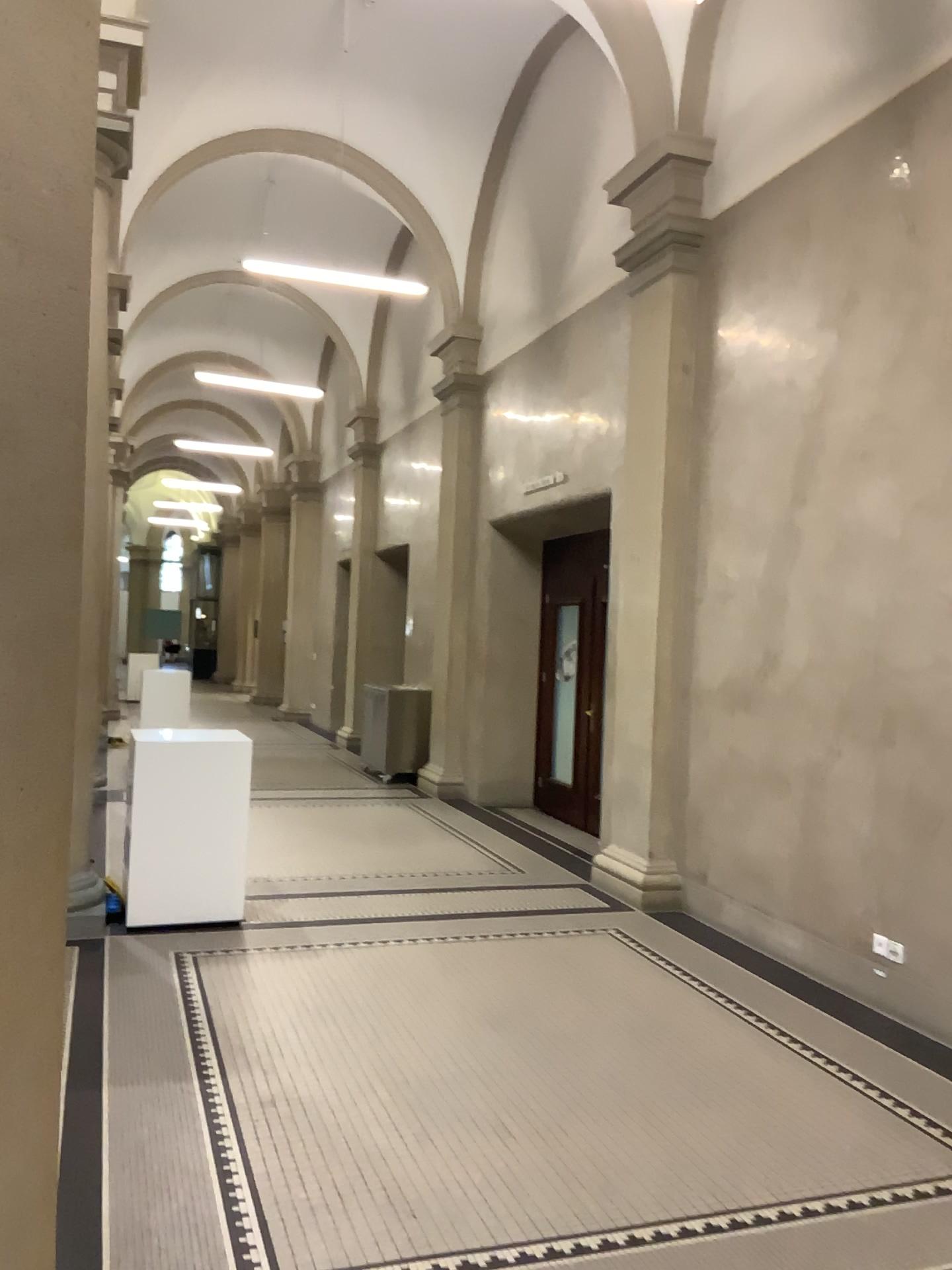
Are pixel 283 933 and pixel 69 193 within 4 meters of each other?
no
